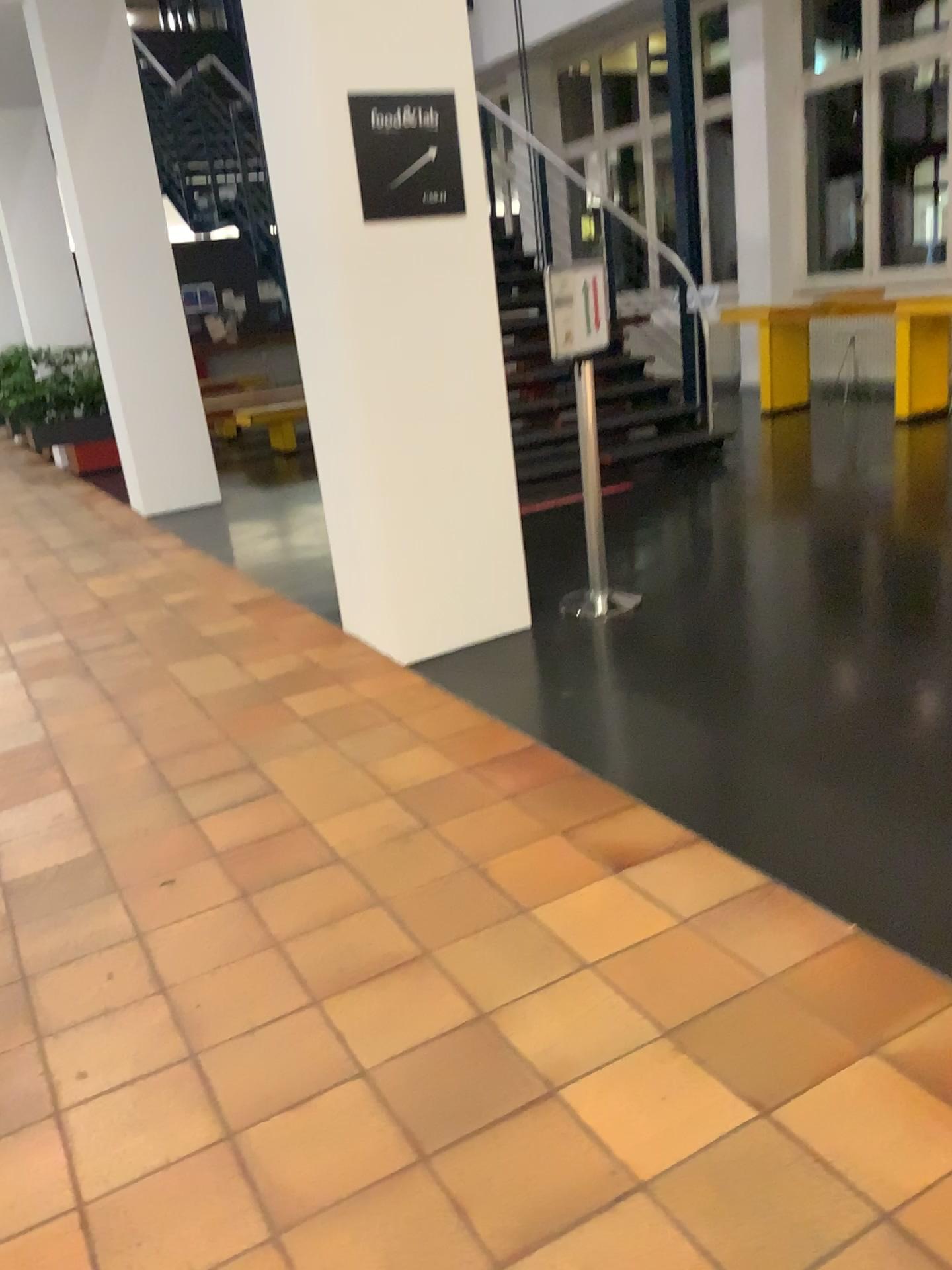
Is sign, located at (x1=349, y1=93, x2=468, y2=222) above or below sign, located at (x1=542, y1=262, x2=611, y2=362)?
above

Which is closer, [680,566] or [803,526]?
[680,566]

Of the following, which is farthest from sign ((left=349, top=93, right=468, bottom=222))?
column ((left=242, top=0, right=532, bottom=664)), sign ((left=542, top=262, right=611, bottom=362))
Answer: sign ((left=542, top=262, right=611, bottom=362))

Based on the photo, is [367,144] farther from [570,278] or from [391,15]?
[570,278]

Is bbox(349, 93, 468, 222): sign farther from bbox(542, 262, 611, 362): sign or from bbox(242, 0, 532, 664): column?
bbox(542, 262, 611, 362): sign

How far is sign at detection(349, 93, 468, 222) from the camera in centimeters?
349cm

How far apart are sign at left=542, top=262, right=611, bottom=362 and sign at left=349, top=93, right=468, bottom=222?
0.5m

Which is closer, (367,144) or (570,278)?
(367,144)

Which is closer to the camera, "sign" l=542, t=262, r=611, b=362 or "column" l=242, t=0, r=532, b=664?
"column" l=242, t=0, r=532, b=664

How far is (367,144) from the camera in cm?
349
